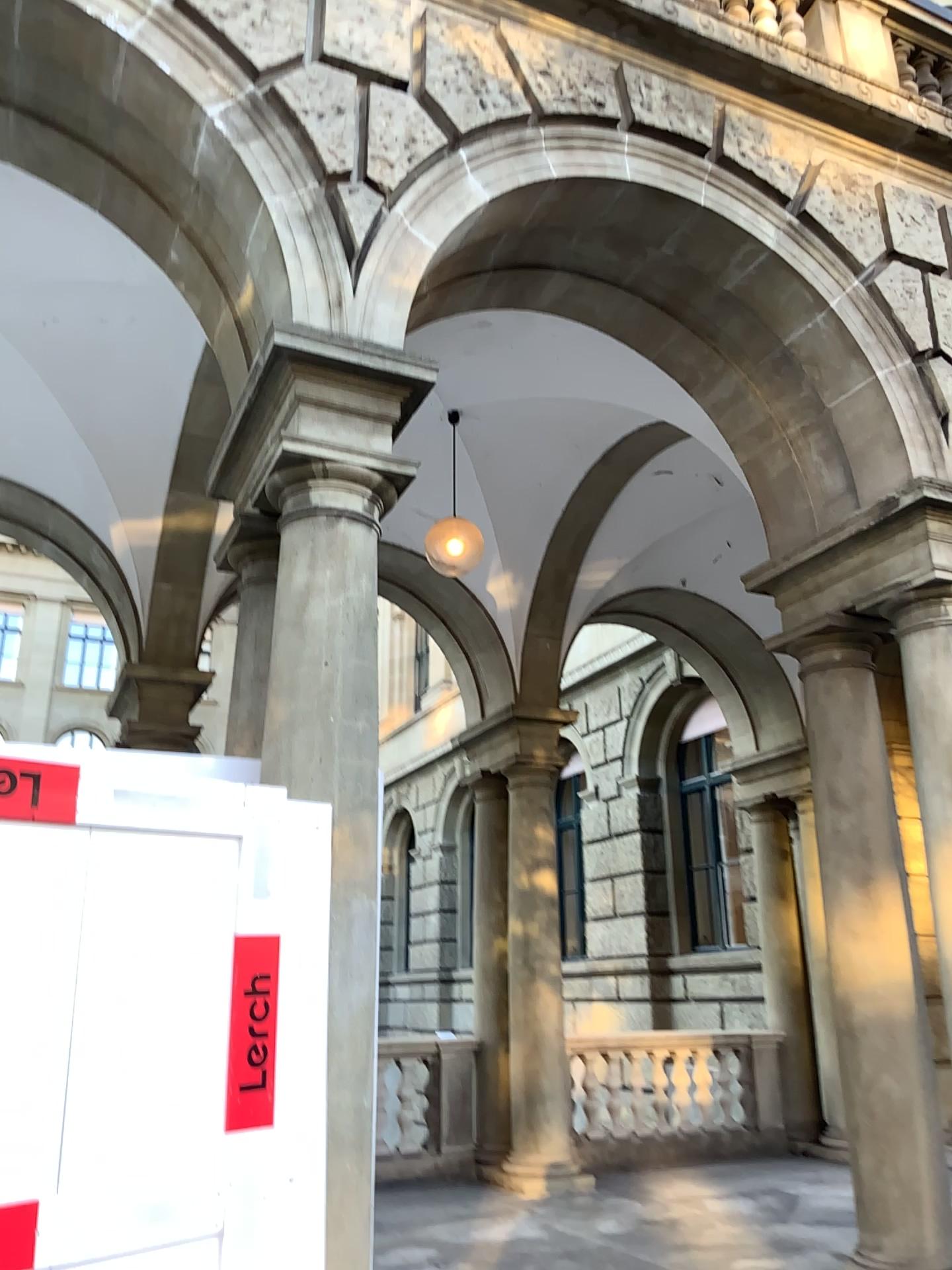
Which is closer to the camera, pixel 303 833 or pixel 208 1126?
pixel 208 1126
